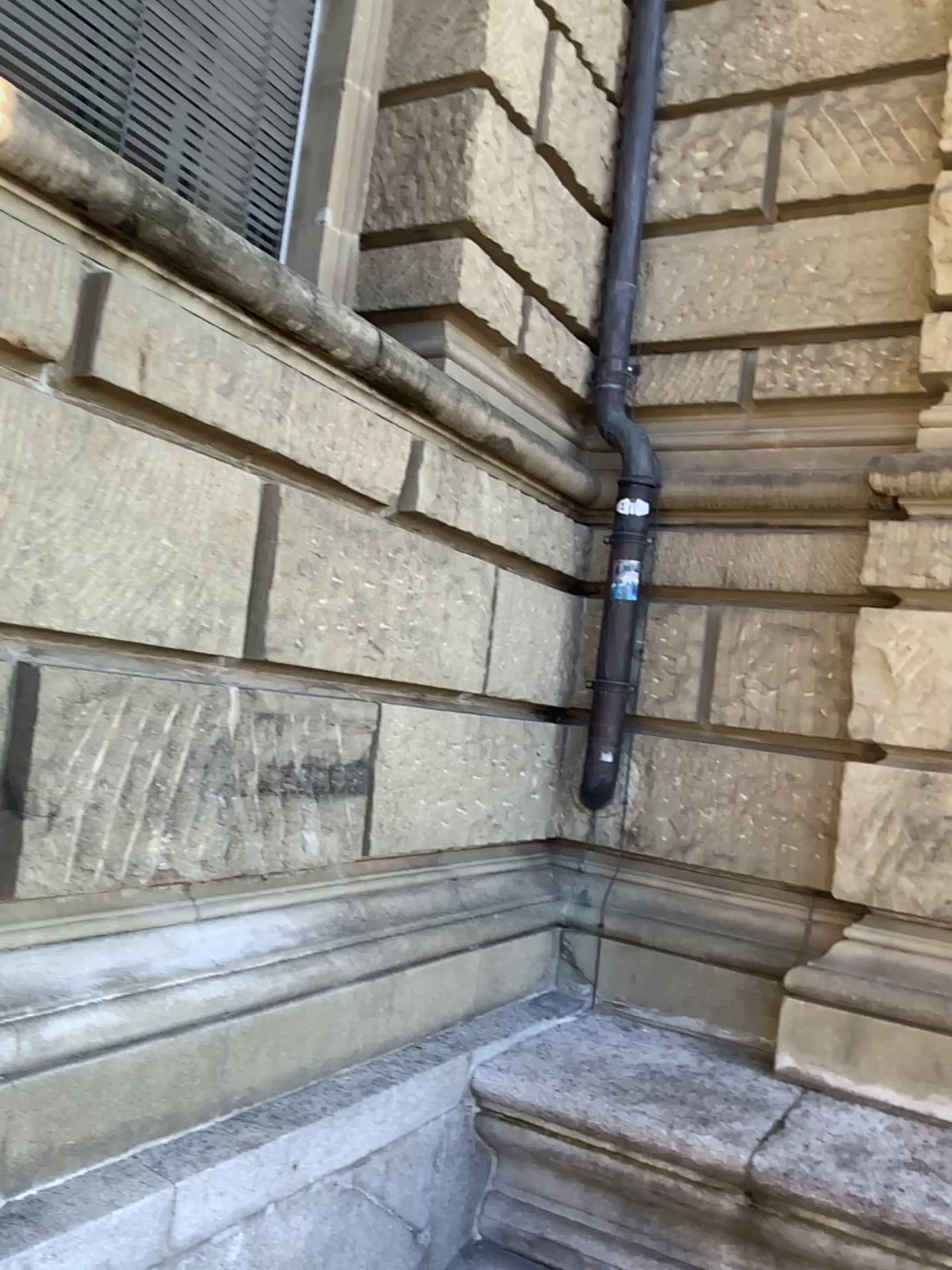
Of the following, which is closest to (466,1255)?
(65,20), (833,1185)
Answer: (833,1185)

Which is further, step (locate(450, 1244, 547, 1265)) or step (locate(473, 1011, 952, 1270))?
step (locate(450, 1244, 547, 1265))

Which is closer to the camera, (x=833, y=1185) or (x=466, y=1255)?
(x=833, y=1185)

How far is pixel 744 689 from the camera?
3.81m

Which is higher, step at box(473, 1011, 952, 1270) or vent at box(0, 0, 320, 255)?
vent at box(0, 0, 320, 255)

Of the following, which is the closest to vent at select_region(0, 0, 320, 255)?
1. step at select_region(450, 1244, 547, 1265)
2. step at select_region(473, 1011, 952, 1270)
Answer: step at select_region(473, 1011, 952, 1270)

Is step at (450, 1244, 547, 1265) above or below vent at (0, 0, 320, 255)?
below

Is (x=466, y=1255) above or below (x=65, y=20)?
below

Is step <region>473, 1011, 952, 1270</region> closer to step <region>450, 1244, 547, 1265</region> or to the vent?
step <region>450, 1244, 547, 1265</region>
